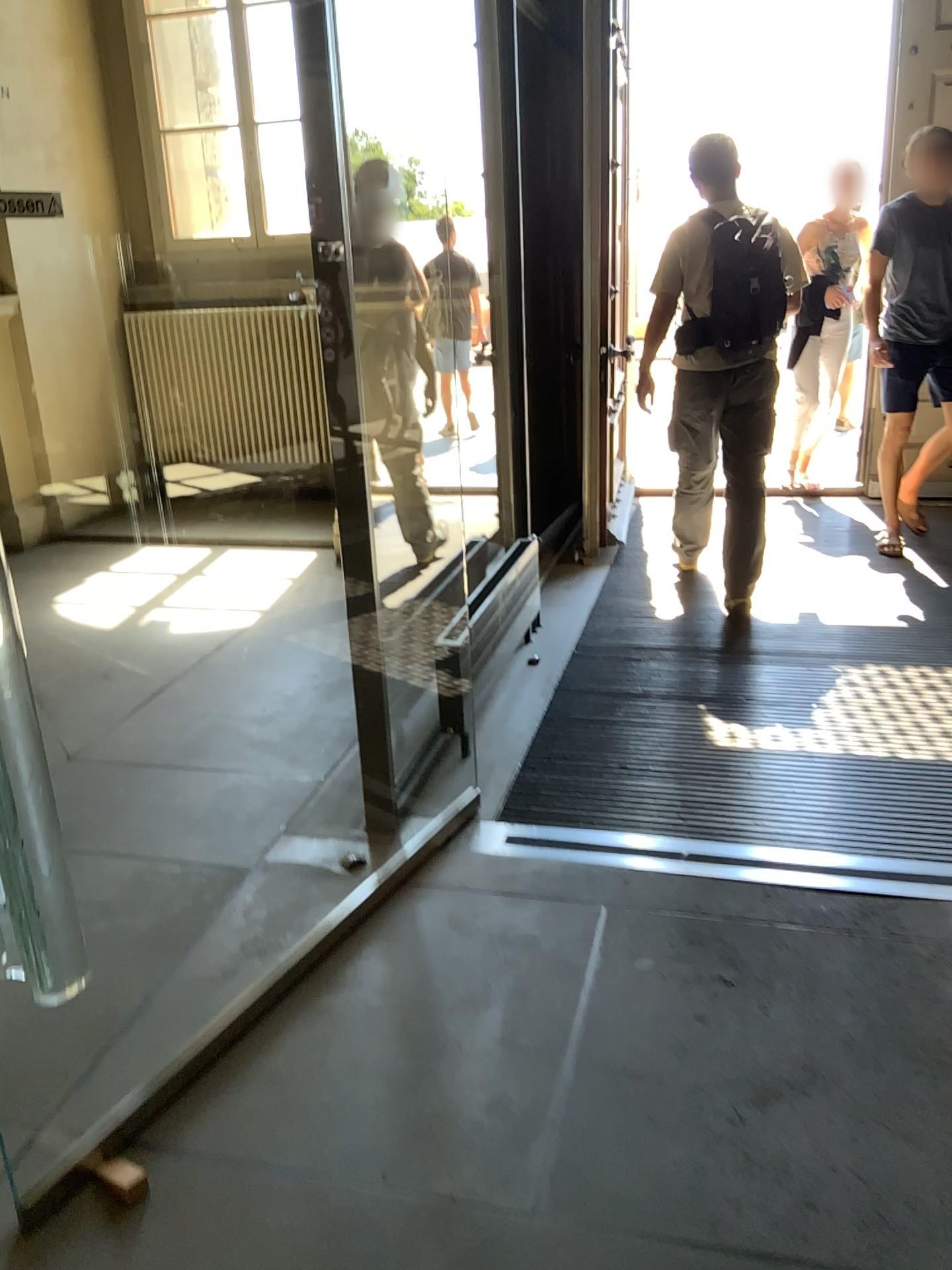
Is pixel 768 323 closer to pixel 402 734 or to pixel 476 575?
pixel 476 575
